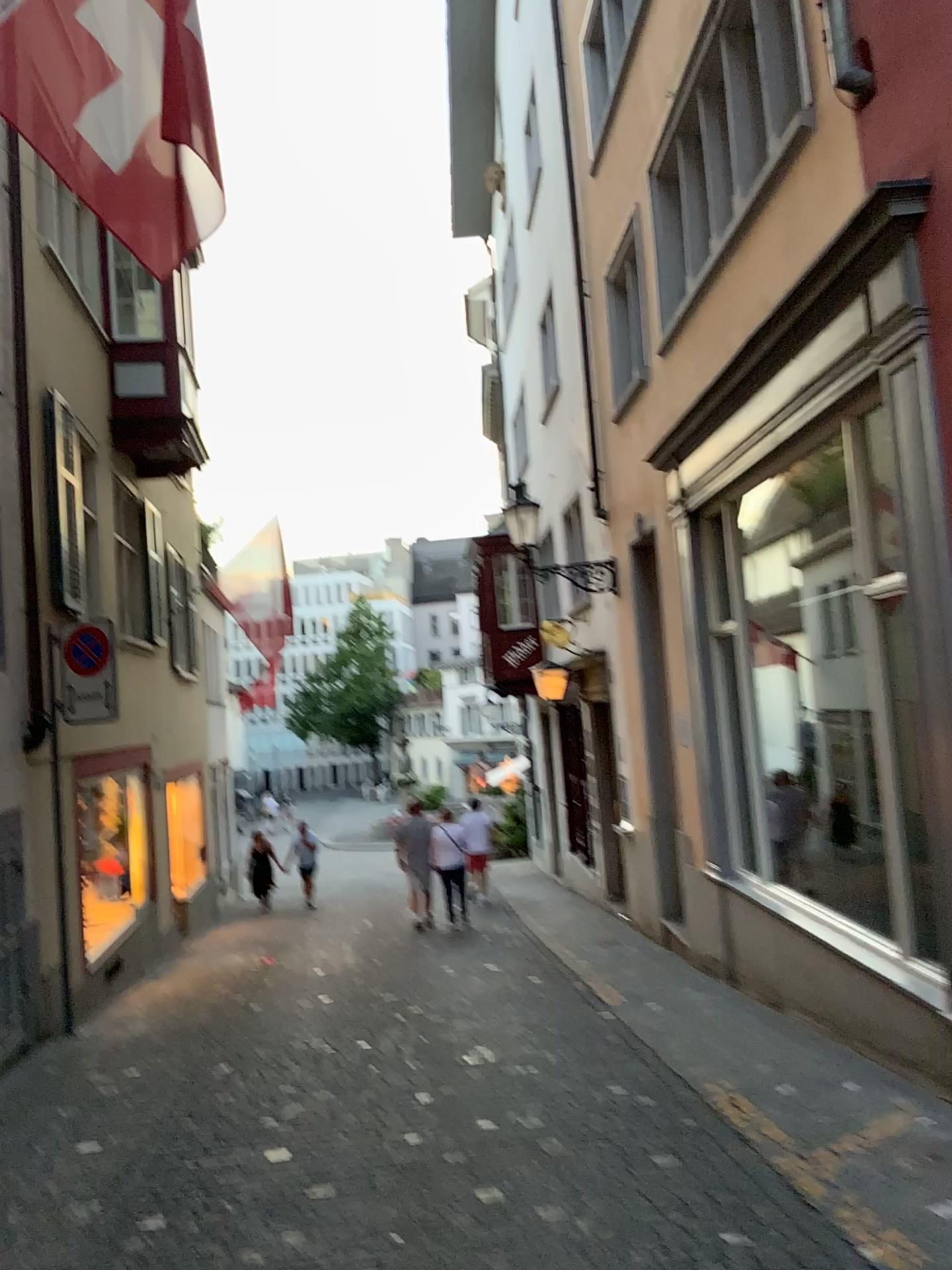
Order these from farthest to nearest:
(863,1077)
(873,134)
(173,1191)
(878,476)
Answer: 1. (863,1077)
2. (878,476)
3. (873,134)
4. (173,1191)
